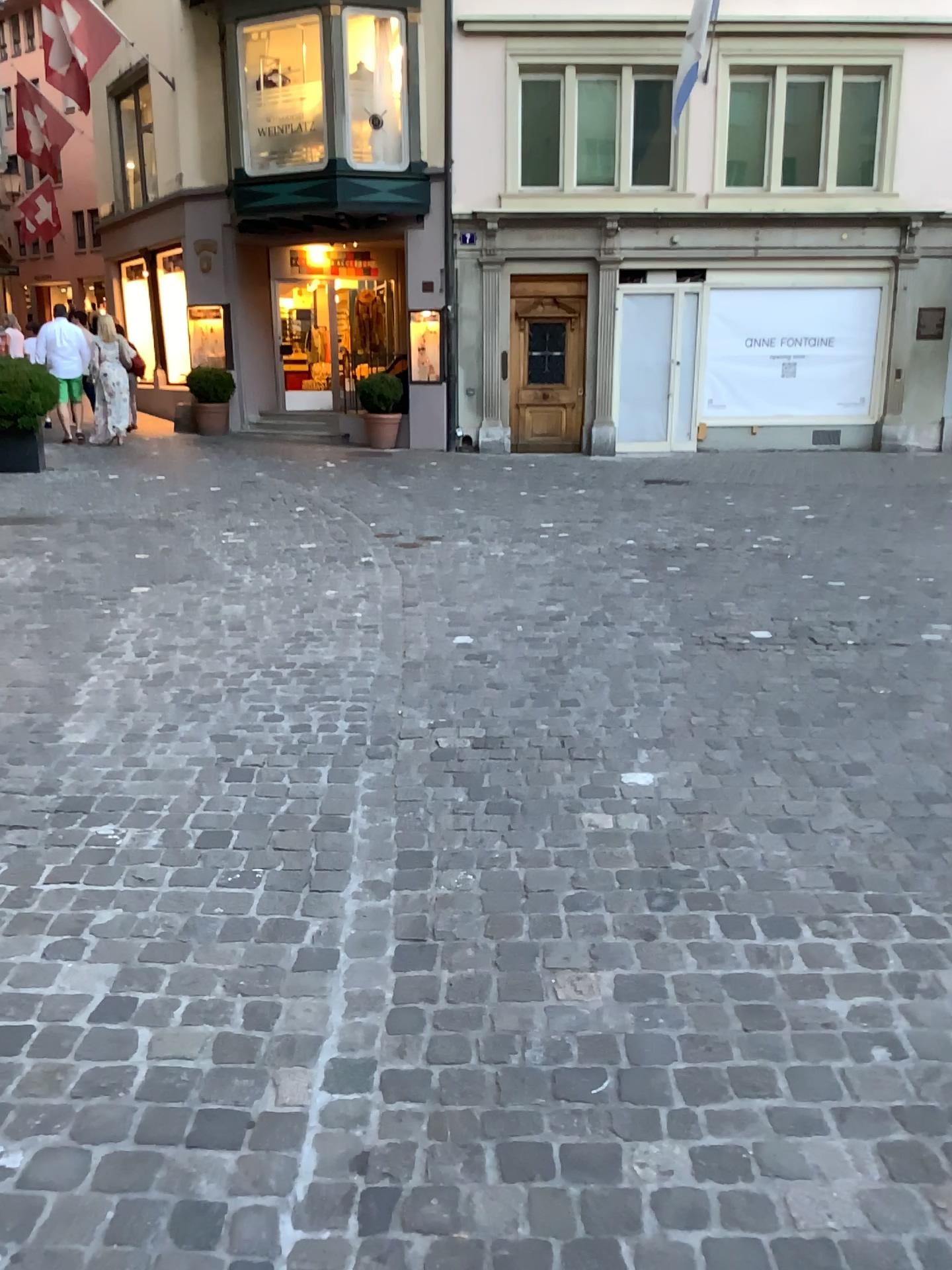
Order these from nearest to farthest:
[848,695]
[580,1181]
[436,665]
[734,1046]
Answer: [580,1181] < [734,1046] < [848,695] < [436,665]
